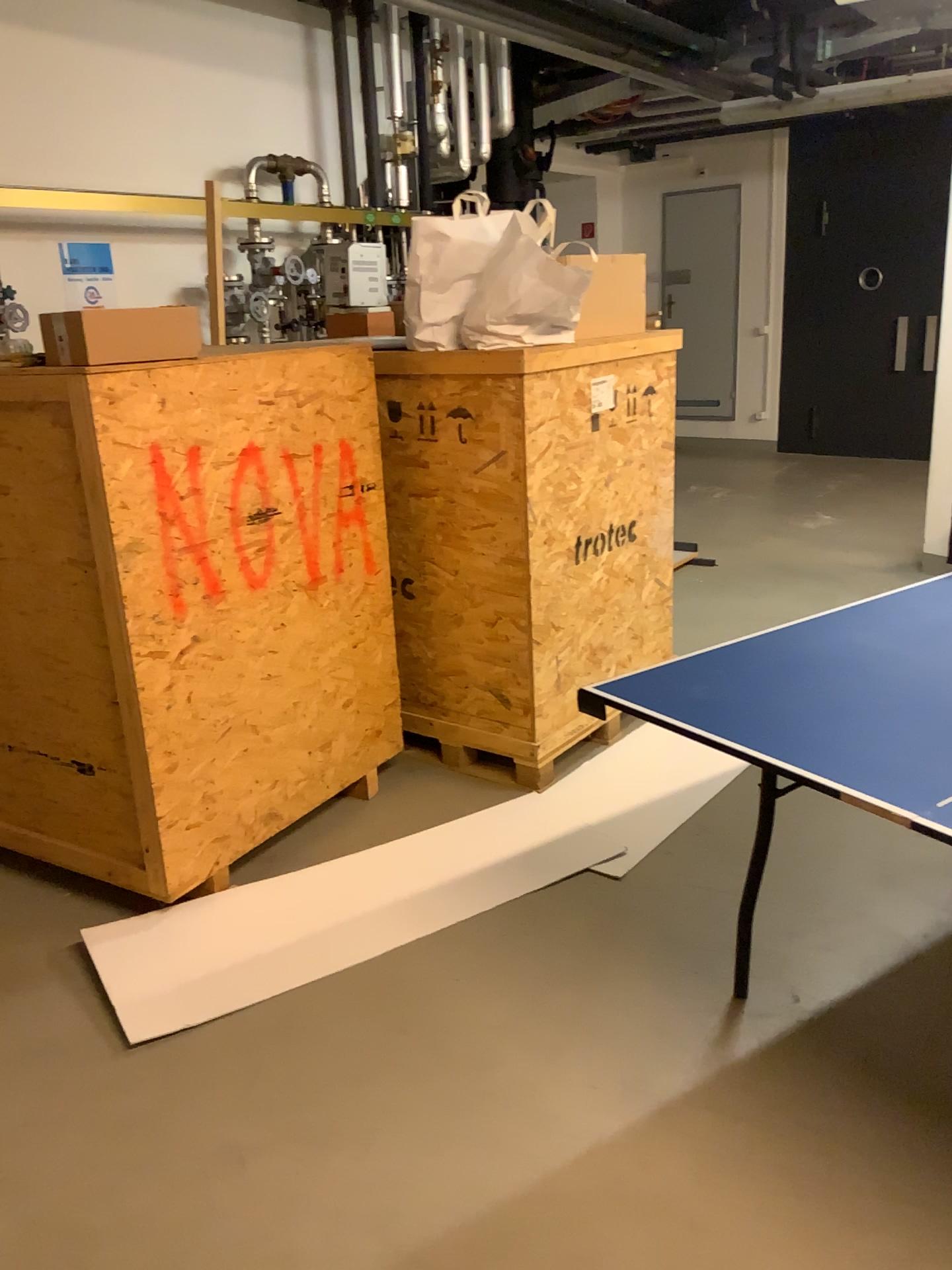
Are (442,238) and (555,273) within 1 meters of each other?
yes

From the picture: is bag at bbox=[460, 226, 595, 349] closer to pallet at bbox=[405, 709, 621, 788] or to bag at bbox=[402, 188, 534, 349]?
bag at bbox=[402, 188, 534, 349]

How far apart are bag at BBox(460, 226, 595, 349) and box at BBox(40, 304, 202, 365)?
0.91m

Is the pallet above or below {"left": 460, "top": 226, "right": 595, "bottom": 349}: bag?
below

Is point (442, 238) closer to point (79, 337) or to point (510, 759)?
point (79, 337)

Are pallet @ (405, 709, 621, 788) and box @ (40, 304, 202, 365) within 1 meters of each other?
no

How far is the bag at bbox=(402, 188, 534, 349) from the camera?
3.1m

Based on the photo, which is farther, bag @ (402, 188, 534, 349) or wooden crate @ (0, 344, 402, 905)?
bag @ (402, 188, 534, 349)

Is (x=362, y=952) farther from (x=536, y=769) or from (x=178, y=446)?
(x=178, y=446)

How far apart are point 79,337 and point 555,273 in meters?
1.3
